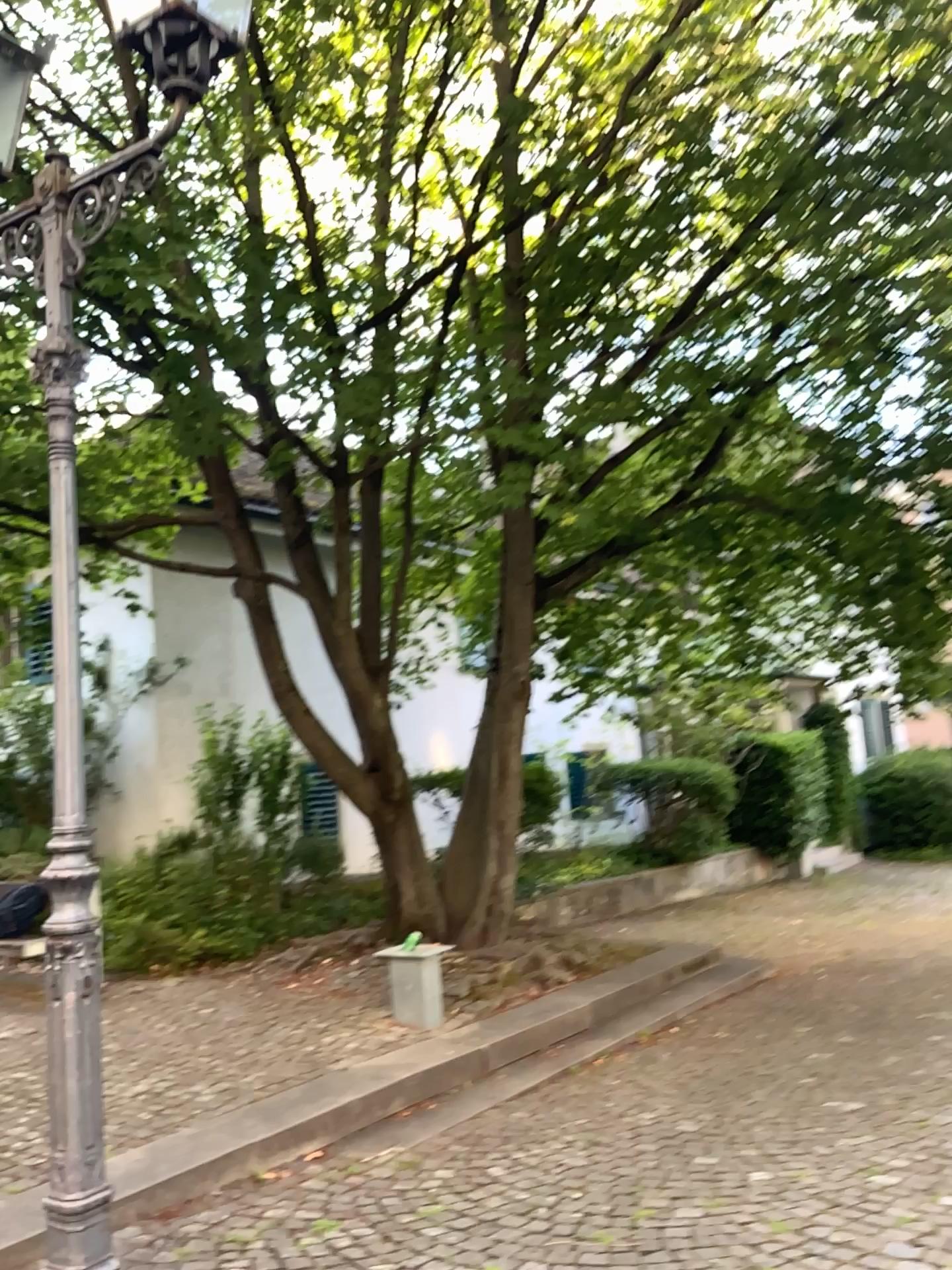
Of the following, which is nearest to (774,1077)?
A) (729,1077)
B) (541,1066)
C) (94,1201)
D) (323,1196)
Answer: (729,1077)
